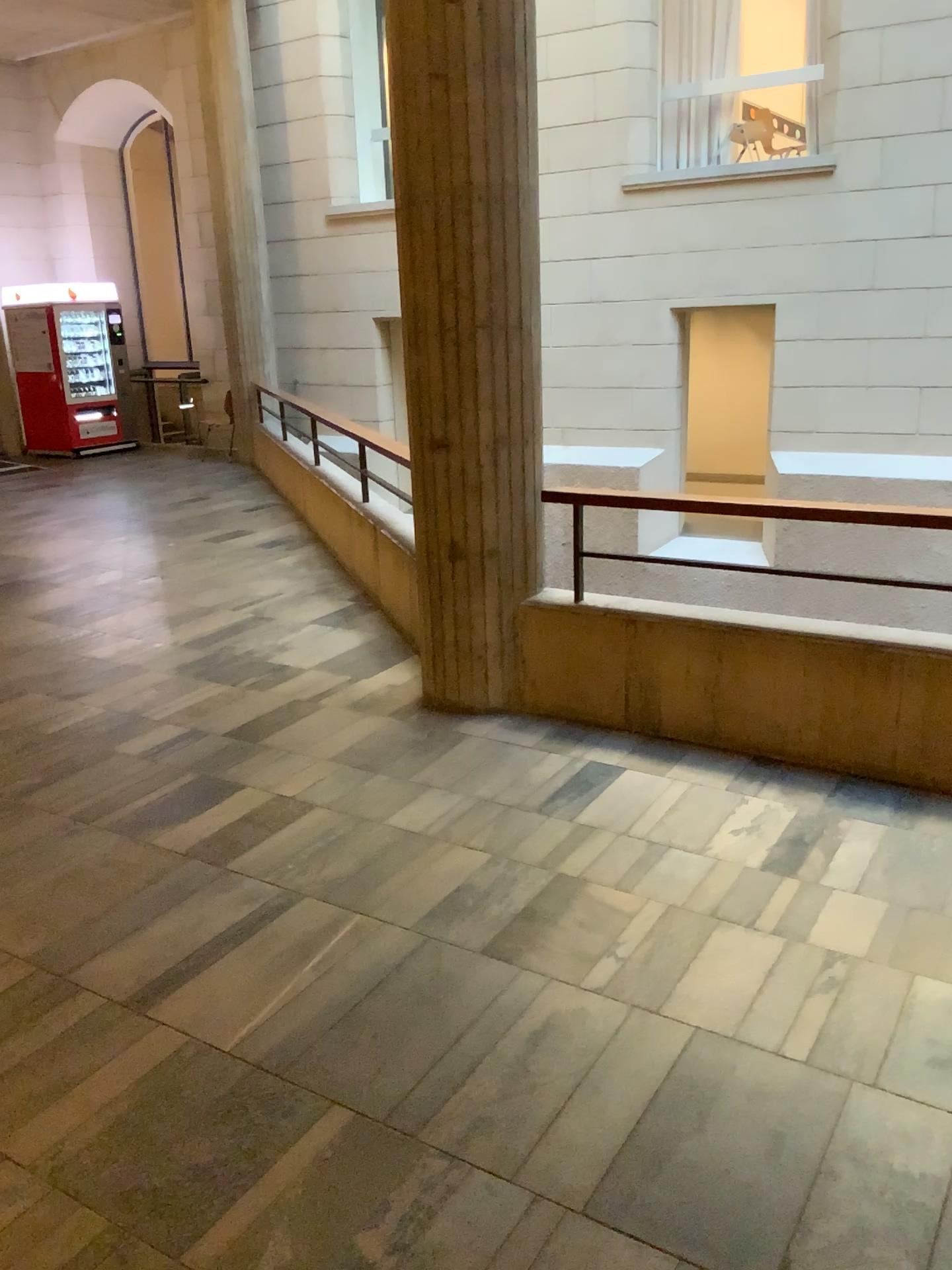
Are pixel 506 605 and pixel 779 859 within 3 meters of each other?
yes
